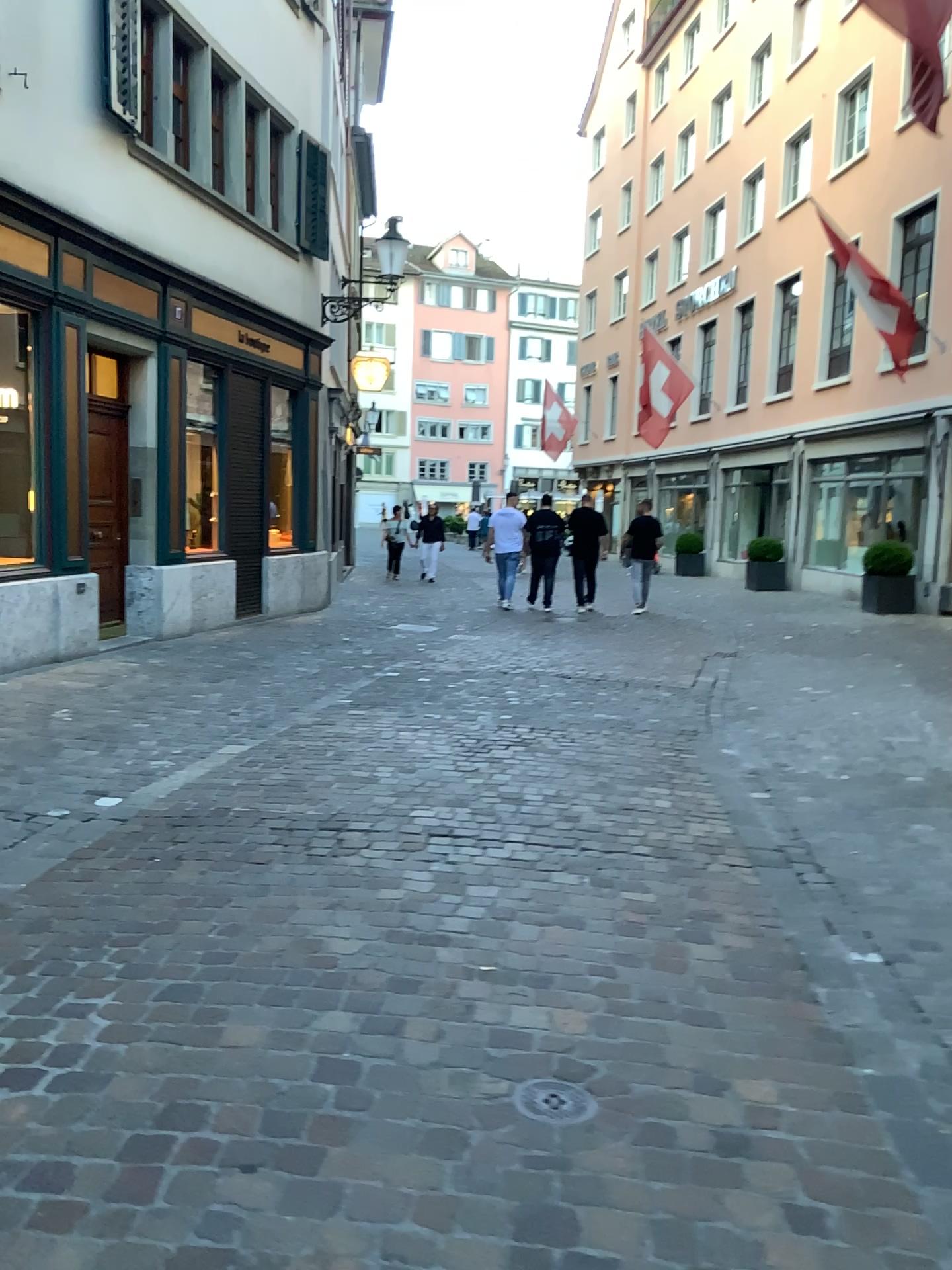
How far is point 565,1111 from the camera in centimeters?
227cm

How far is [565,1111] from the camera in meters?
2.3

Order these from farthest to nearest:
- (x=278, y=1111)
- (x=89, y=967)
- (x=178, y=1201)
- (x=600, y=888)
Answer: (x=600, y=888) → (x=89, y=967) → (x=278, y=1111) → (x=178, y=1201)

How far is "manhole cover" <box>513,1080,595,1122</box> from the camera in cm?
227

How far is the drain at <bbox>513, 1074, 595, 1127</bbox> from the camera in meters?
2.3
